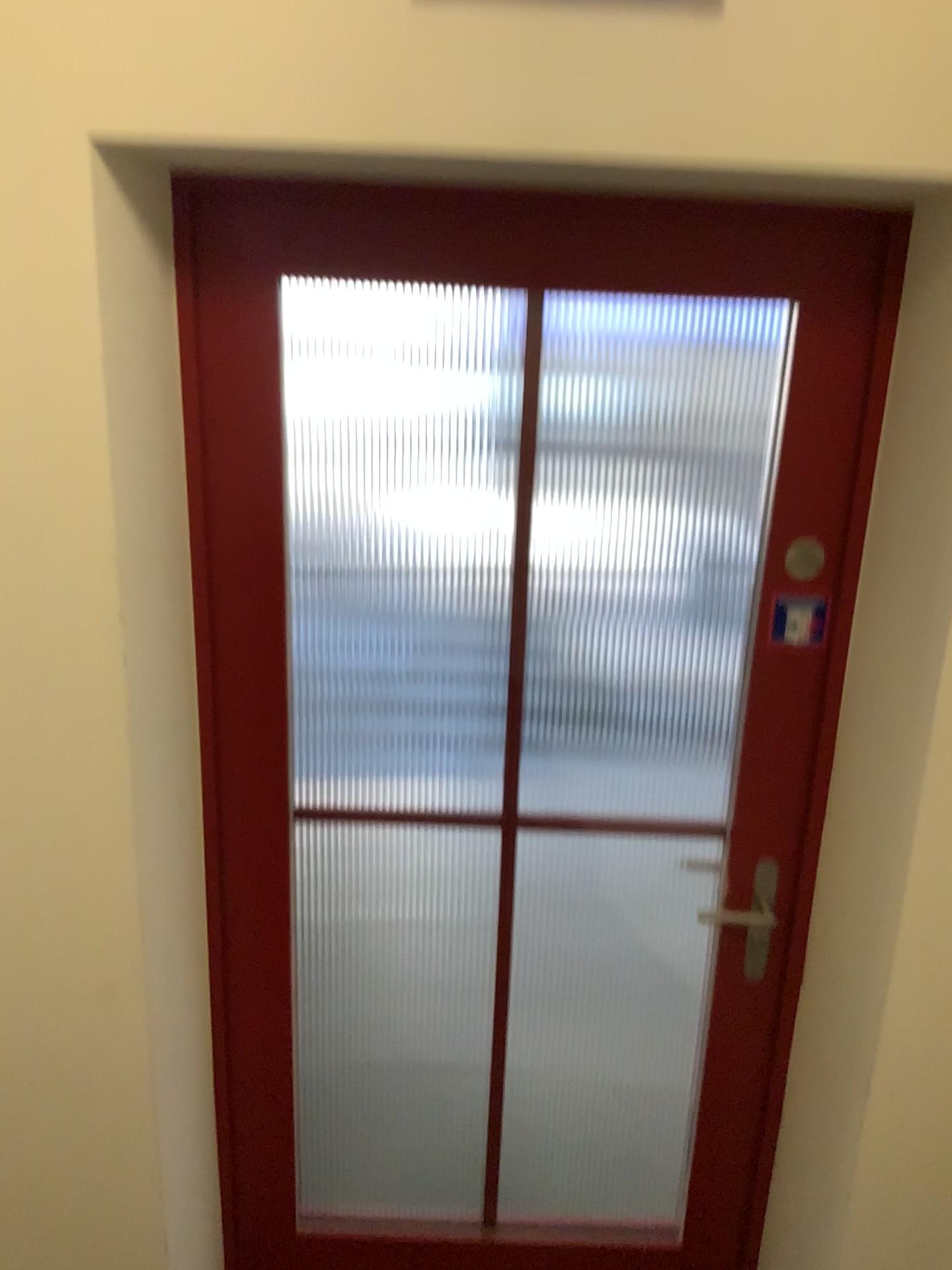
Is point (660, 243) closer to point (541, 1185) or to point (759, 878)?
point (759, 878)

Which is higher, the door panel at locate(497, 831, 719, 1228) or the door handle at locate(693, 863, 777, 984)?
the door handle at locate(693, 863, 777, 984)

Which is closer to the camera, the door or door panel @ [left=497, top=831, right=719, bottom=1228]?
the door

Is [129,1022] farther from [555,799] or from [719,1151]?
[555,799]

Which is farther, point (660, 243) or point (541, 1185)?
point (541, 1185)

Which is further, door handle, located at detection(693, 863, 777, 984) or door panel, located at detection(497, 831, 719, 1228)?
door panel, located at detection(497, 831, 719, 1228)

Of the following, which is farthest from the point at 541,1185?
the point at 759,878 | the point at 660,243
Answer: the point at 660,243
